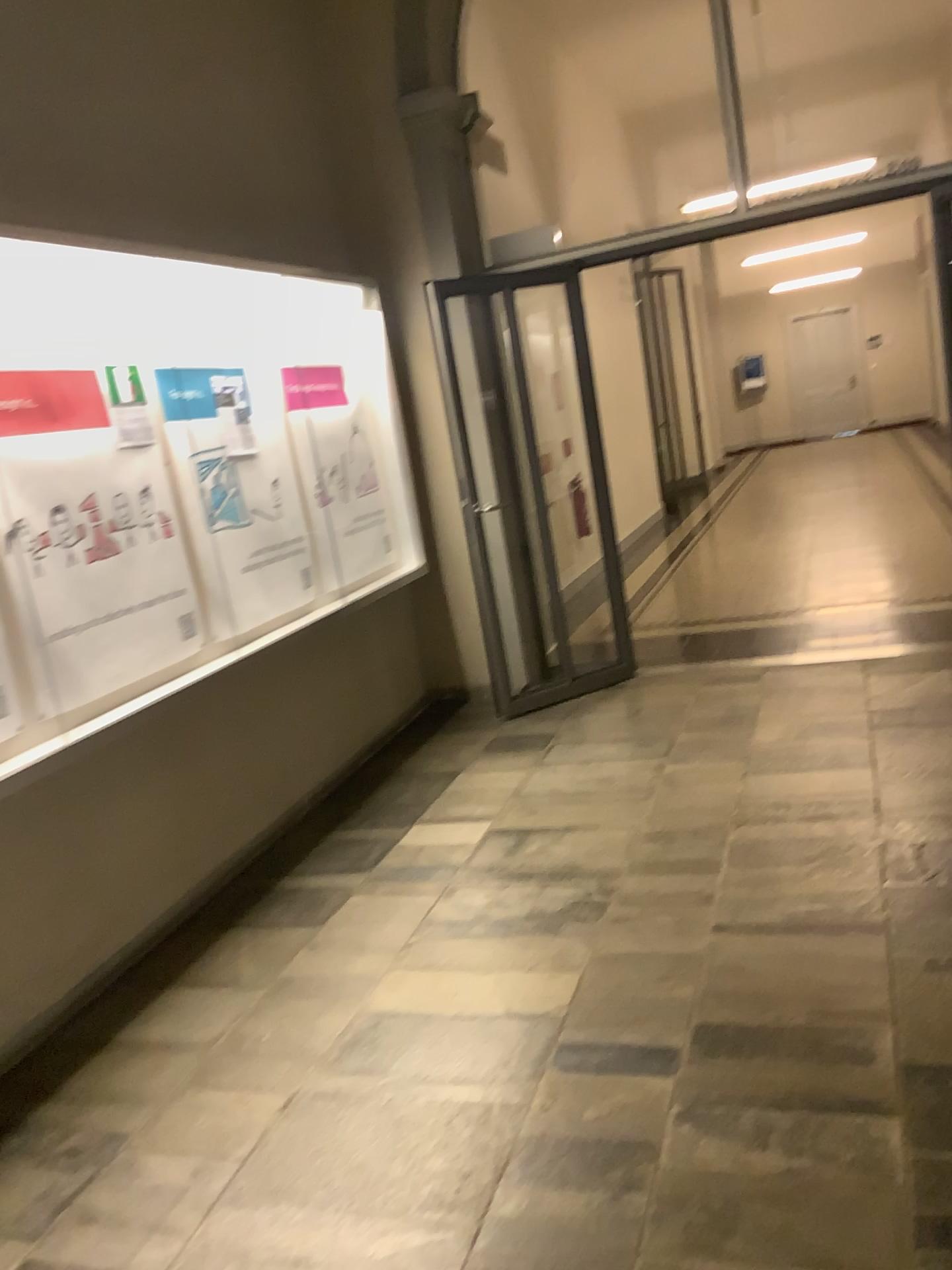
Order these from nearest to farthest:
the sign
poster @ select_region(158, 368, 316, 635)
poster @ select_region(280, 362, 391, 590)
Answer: the sign, poster @ select_region(158, 368, 316, 635), poster @ select_region(280, 362, 391, 590)

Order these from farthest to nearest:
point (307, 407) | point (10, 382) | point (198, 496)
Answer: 1. point (307, 407)
2. point (198, 496)
3. point (10, 382)

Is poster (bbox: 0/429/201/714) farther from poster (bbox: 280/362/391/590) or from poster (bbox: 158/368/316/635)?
poster (bbox: 280/362/391/590)

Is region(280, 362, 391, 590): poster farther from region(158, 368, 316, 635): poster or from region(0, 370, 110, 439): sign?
region(0, 370, 110, 439): sign

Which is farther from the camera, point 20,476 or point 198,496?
point 198,496

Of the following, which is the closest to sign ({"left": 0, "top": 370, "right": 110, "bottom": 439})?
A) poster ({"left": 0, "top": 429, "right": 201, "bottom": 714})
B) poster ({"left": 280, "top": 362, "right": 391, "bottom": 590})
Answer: poster ({"left": 0, "top": 429, "right": 201, "bottom": 714})

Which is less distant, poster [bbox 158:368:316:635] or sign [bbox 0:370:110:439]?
sign [bbox 0:370:110:439]

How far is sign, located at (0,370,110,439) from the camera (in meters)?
2.94

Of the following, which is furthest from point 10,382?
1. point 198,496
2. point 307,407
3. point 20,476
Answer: point 307,407

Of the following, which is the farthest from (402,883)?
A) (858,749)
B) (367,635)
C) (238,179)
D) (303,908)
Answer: (238,179)
